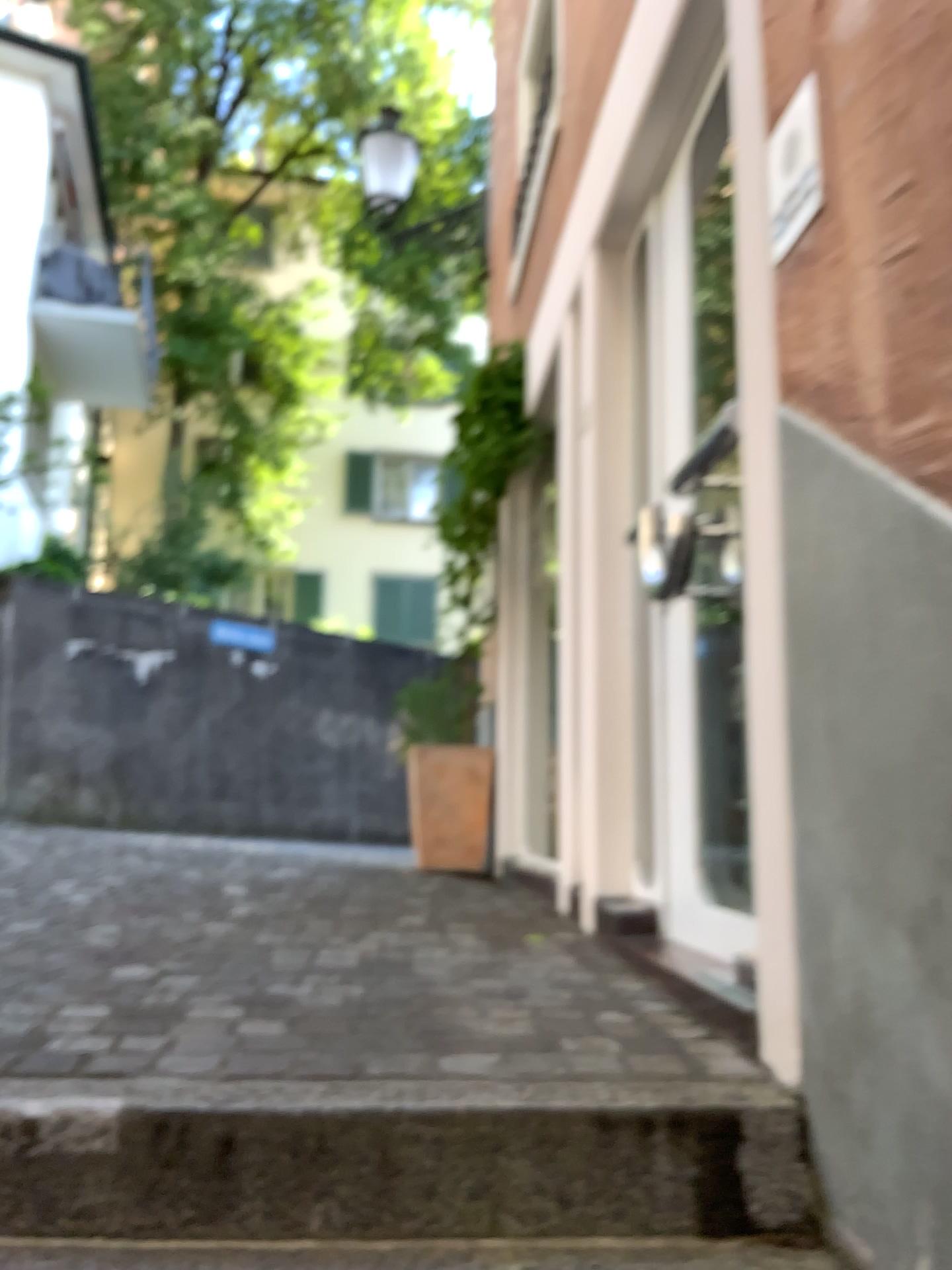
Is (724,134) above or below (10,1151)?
above

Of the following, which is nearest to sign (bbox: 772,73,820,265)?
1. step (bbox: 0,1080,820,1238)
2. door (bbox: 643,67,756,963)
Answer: door (bbox: 643,67,756,963)

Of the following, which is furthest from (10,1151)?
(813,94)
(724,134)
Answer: (724,134)

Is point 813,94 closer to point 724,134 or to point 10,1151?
point 724,134

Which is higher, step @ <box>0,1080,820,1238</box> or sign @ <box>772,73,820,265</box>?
sign @ <box>772,73,820,265</box>

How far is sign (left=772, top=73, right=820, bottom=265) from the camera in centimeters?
157cm

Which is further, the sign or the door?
the door

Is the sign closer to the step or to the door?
the door

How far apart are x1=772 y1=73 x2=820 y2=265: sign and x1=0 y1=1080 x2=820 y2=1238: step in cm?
122

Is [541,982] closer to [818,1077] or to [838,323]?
[818,1077]
